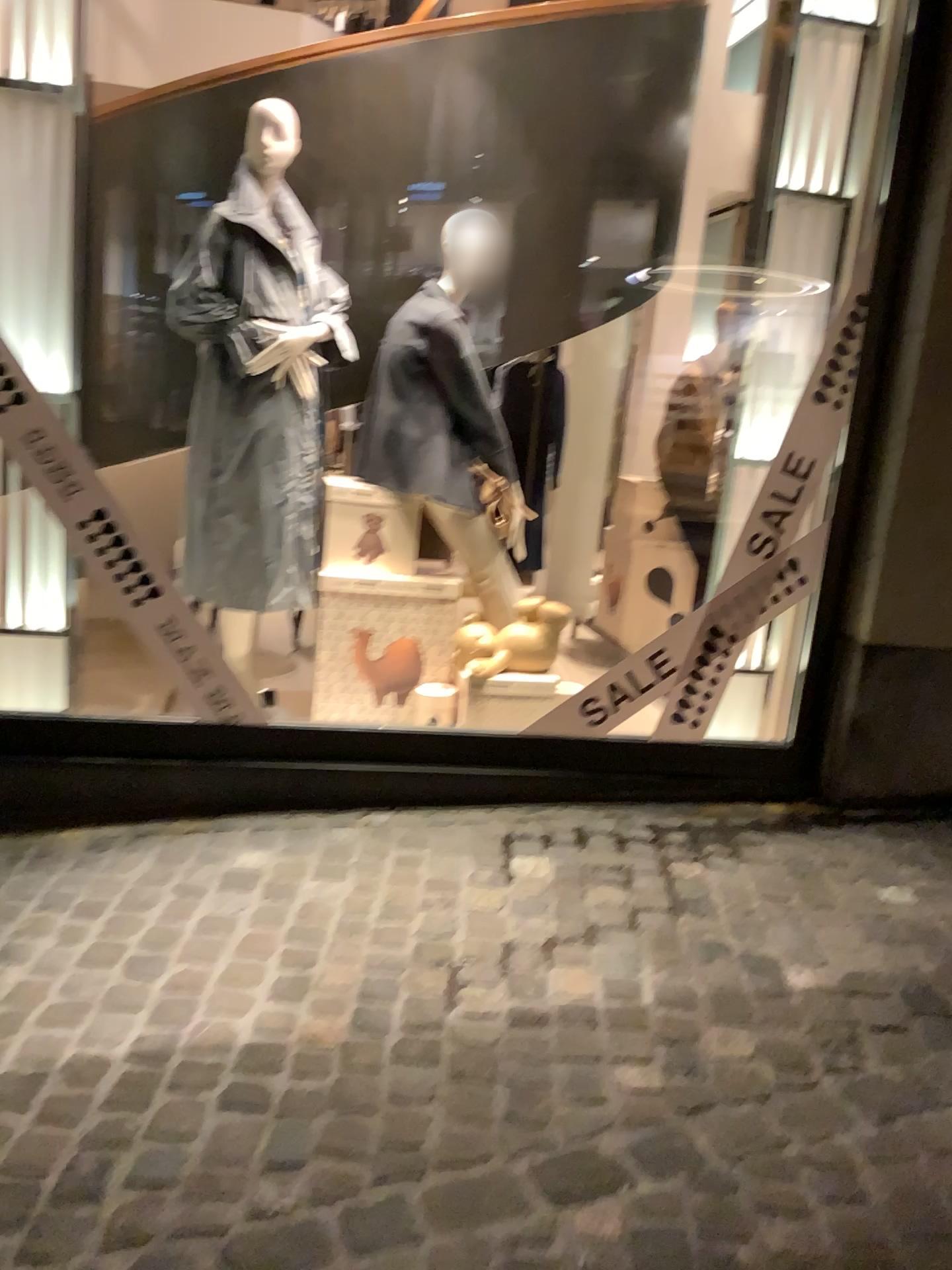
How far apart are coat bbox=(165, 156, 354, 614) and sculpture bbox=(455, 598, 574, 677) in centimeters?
54cm

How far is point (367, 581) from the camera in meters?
3.4

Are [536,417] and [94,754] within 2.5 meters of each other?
yes

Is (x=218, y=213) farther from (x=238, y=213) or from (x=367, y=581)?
(x=367, y=581)

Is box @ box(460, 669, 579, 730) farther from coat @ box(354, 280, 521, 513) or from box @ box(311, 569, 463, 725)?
coat @ box(354, 280, 521, 513)

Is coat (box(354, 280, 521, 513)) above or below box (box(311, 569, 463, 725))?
above

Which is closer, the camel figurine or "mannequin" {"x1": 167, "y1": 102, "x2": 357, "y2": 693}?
"mannequin" {"x1": 167, "y1": 102, "x2": 357, "y2": 693}

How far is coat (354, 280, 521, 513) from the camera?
3.3 meters

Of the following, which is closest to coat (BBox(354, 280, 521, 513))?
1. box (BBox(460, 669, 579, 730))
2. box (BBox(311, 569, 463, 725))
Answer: box (BBox(311, 569, 463, 725))

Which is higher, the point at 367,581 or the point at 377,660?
the point at 367,581
